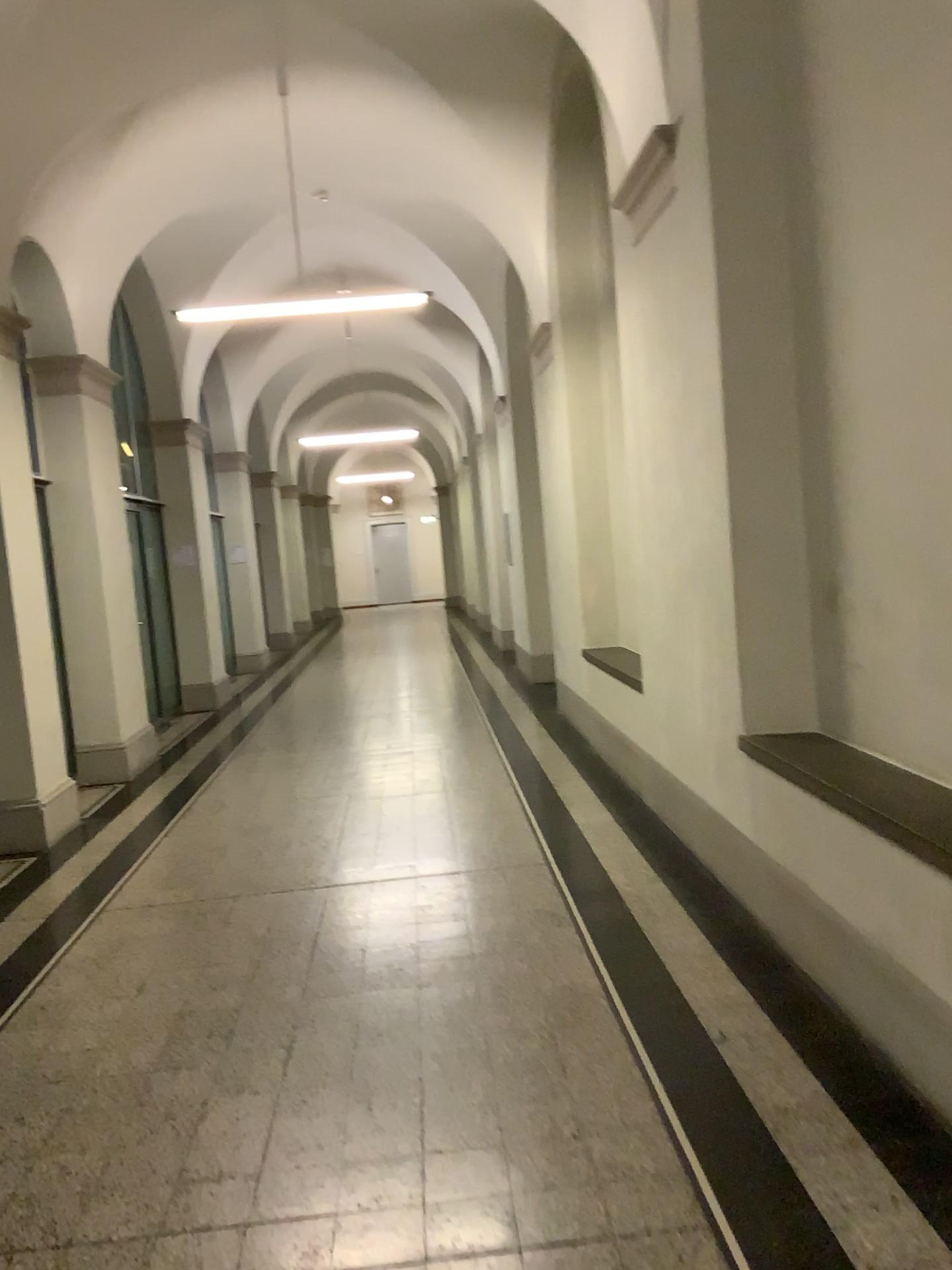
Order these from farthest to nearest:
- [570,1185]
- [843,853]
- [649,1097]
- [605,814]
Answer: [605,814], [843,853], [649,1097], [570,1185]
